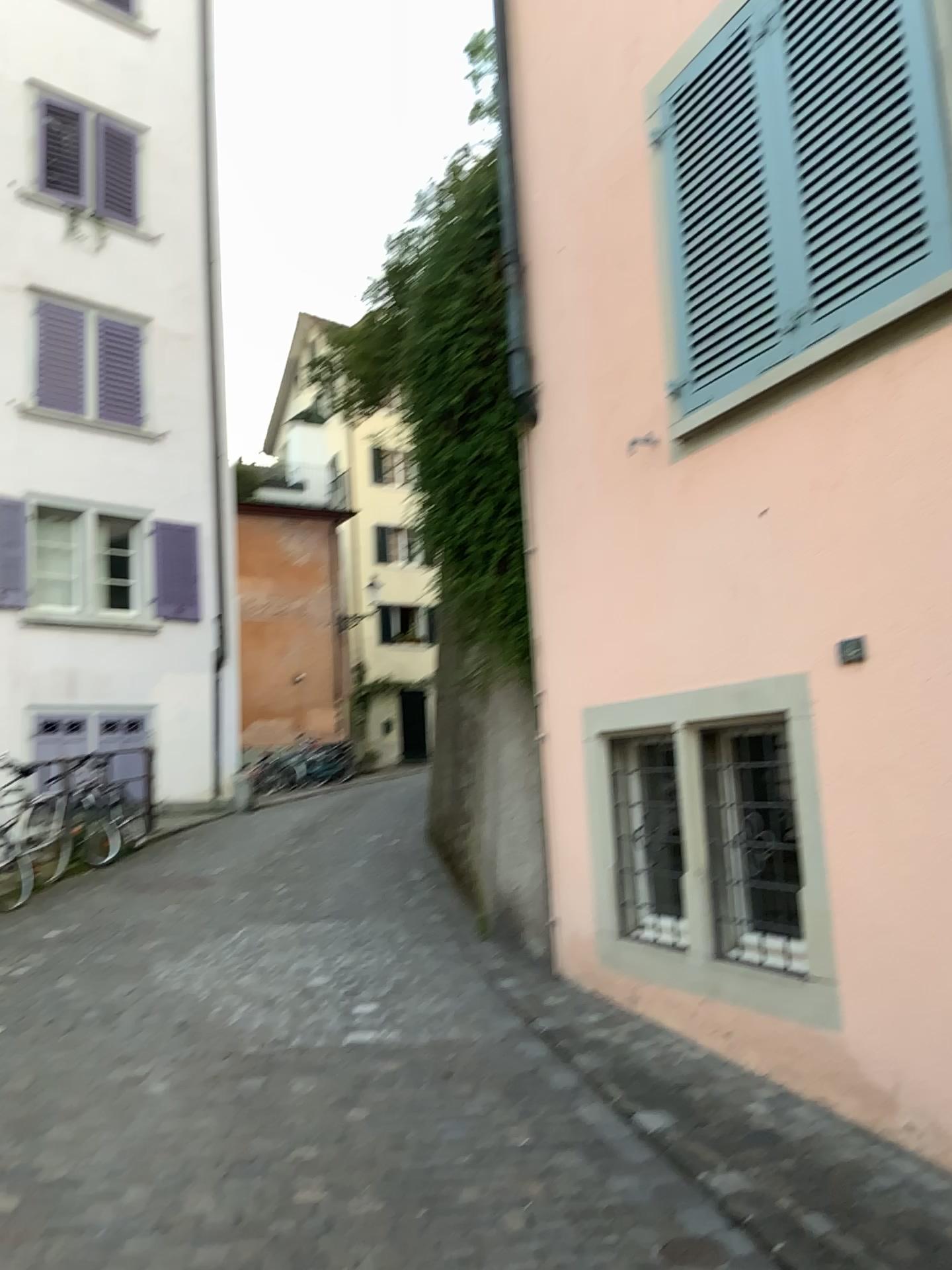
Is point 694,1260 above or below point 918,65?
below

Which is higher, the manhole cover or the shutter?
the shutter

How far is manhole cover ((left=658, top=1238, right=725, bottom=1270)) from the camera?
2.8 meters

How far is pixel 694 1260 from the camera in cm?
279

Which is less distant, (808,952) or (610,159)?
(808,952)

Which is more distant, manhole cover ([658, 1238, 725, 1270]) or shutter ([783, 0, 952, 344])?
shutter ([783, 0, 952, 344])

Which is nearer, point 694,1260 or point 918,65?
point 694,1260
